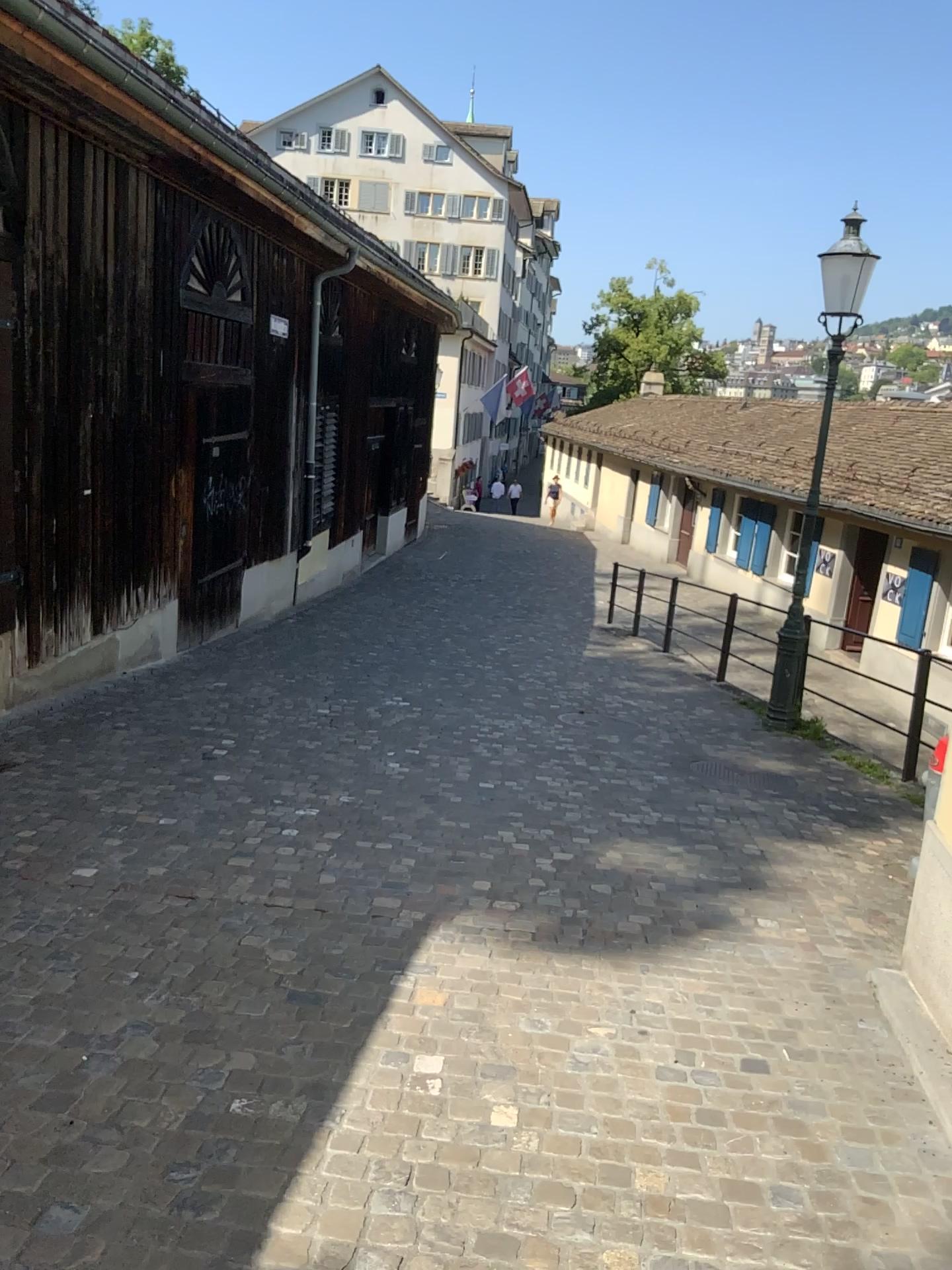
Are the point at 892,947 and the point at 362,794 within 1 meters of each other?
no
